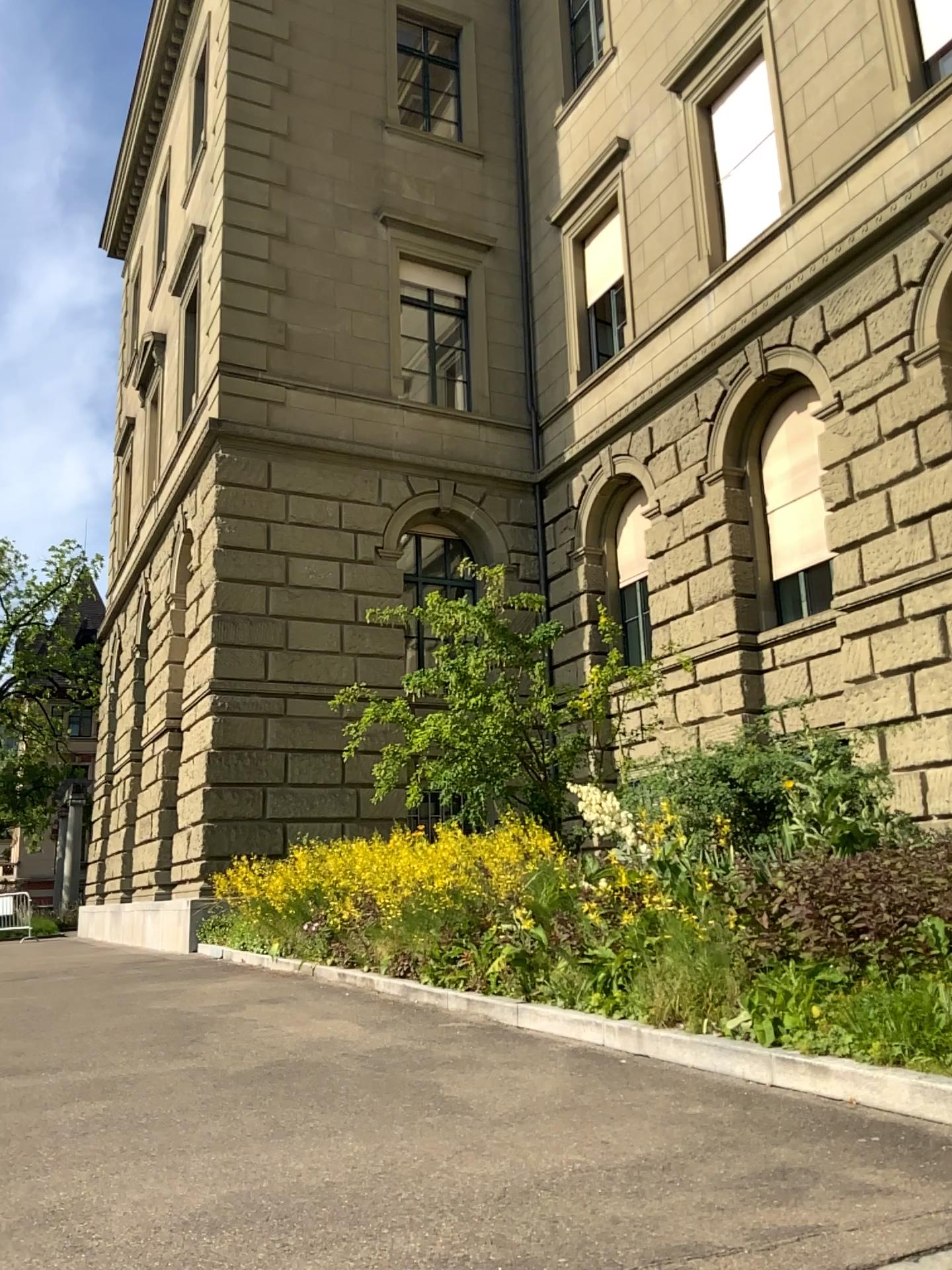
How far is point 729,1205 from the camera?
2.65m
